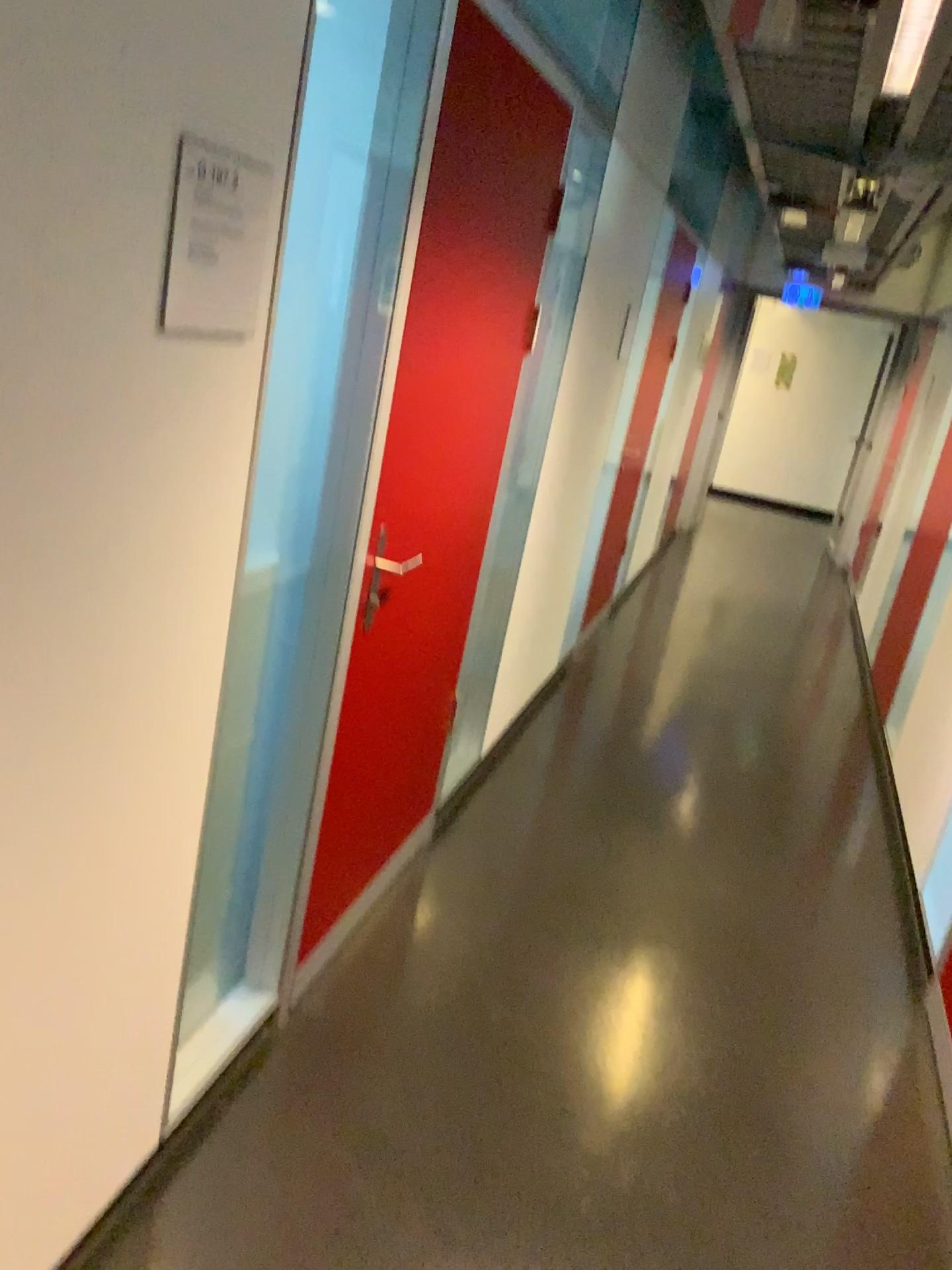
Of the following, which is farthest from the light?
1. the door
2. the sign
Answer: the sign

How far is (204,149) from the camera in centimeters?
122cm

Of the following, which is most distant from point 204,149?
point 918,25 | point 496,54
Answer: point 918,25

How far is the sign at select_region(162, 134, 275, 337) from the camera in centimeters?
122cm

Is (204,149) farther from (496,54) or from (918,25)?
(918,25)

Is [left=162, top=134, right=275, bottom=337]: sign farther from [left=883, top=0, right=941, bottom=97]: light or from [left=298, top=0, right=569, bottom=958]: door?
[left=883, top=0, right=941, bottom=97]: light

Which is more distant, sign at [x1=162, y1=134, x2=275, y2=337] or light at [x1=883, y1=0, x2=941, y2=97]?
→ light at [x1=883, y1=0, x2=941, y2=97]

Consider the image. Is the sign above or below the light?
below

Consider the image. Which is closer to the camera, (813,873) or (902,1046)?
(902,1046)
